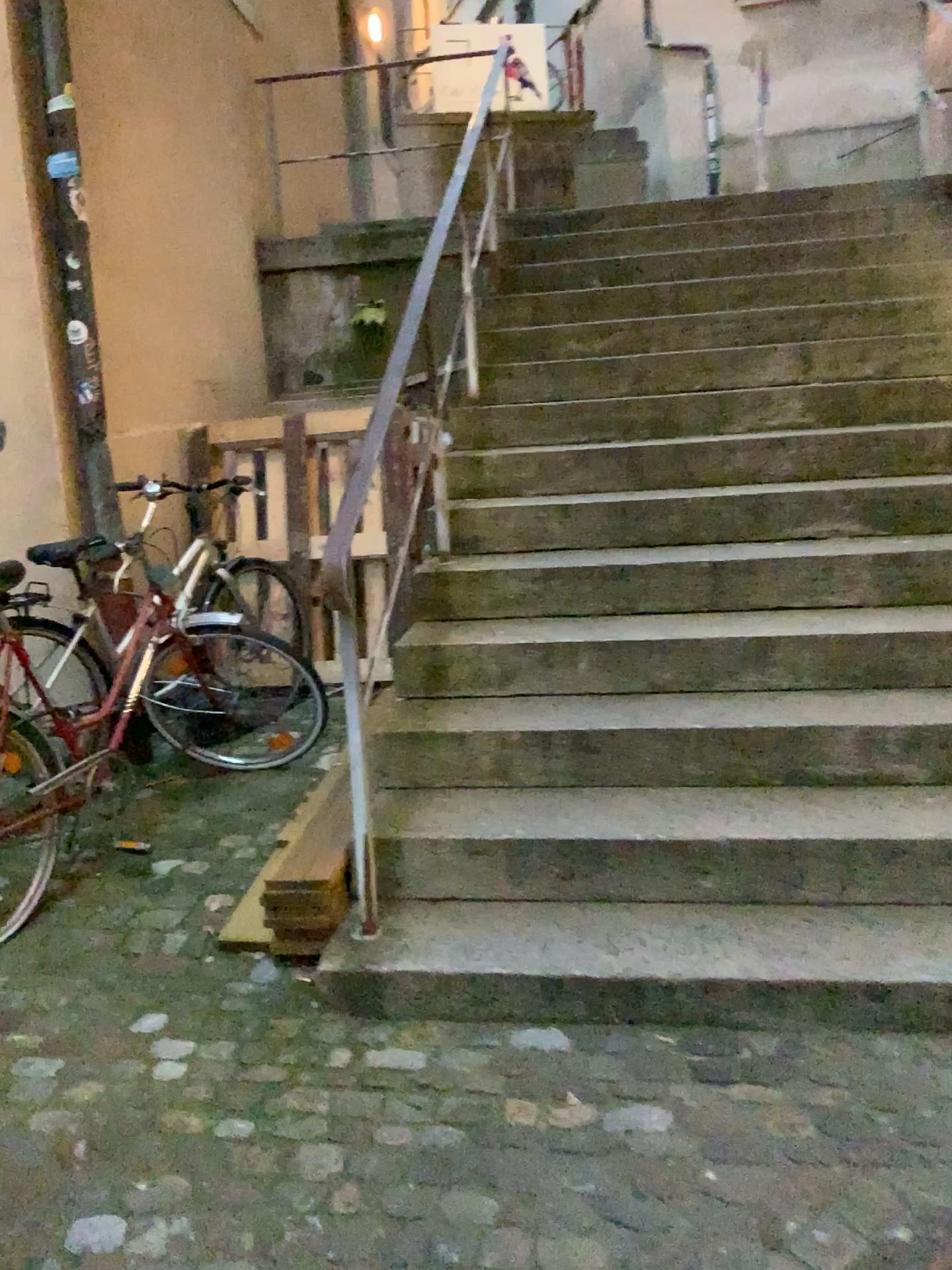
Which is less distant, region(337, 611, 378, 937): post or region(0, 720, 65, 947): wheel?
region(337, 611, 378, 937): post

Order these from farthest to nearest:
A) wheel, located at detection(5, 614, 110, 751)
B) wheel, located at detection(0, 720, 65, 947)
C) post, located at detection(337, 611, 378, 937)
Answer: wheel, located at detection(5, 614, 110, 751) < wheel, located at detection(0, 720, 65, 947) < post, located at detection(337, 611, 378, 937)

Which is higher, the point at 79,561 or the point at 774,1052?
the point at 79,561

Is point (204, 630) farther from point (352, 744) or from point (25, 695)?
point (352, 744)

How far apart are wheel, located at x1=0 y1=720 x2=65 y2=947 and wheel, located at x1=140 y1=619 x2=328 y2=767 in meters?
0.4

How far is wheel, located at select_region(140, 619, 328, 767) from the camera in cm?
346

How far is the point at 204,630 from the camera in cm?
346

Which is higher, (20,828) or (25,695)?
(25,695)

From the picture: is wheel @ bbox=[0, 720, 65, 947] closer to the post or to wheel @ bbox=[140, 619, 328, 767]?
wheel @ bbox=[140, 619, 328, 767]

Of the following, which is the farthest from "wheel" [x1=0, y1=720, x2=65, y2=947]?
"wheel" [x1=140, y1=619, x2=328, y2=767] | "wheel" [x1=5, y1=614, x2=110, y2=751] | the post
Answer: the post
